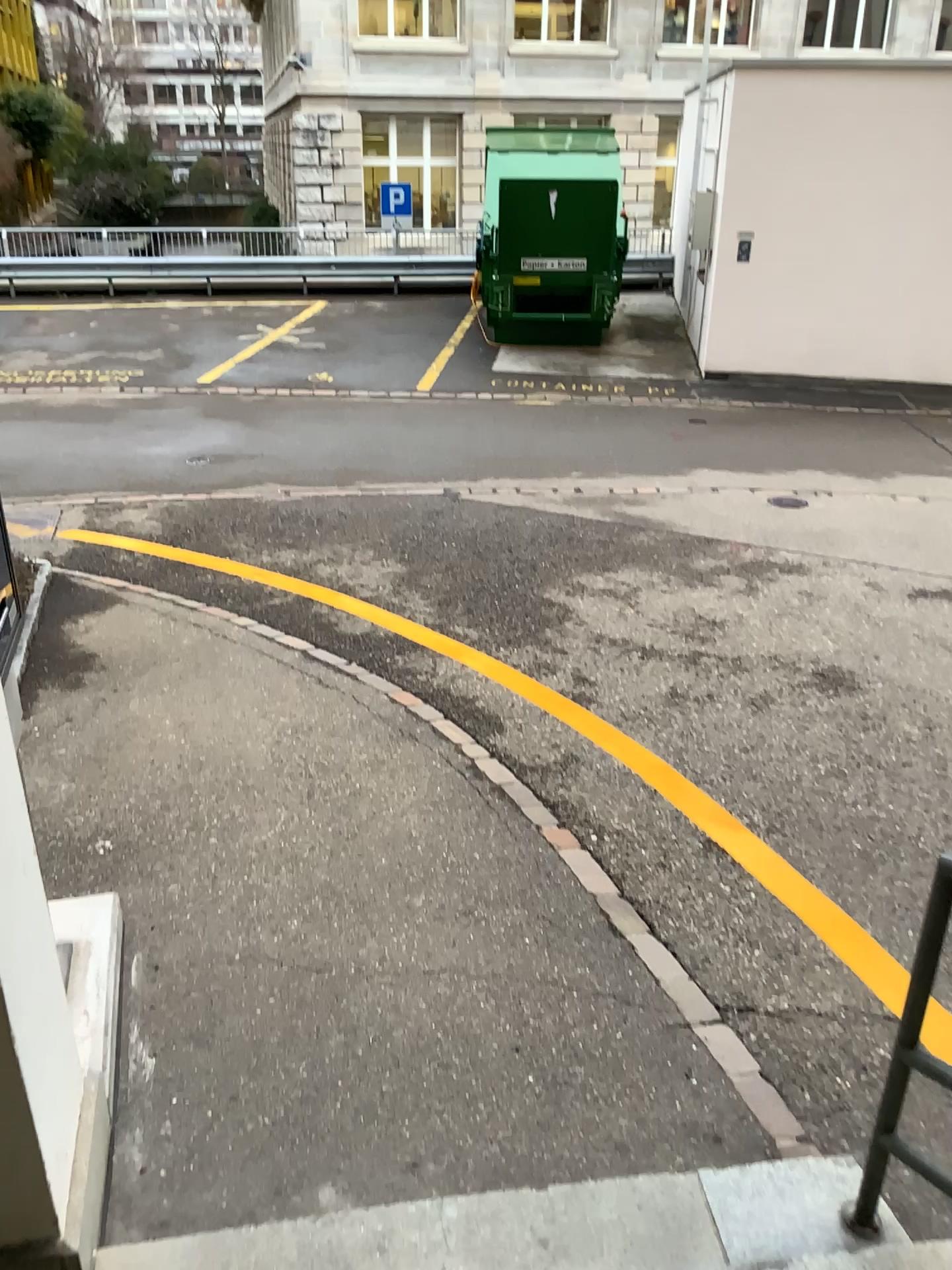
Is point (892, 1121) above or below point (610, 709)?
above
